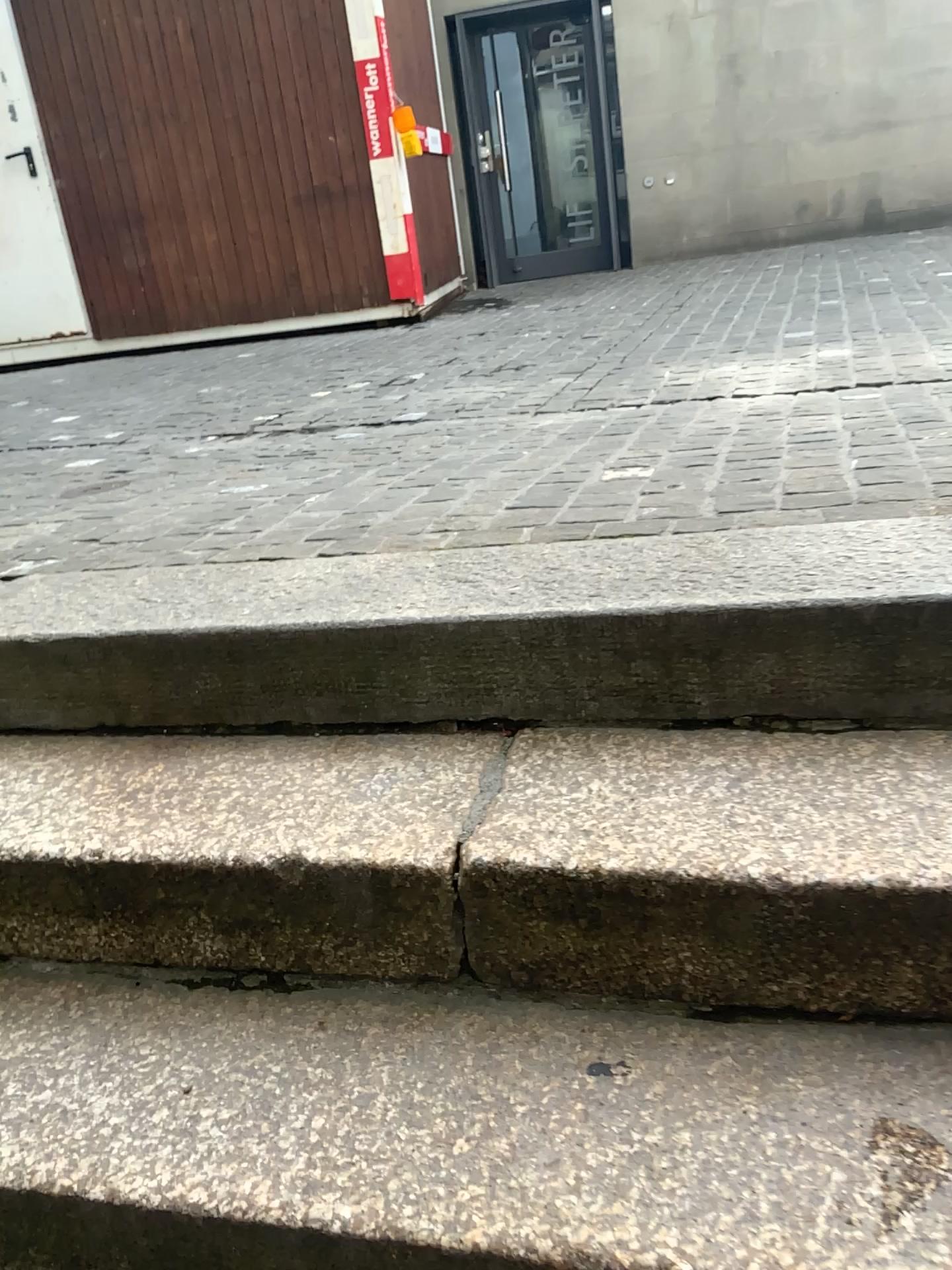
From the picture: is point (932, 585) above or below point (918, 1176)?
above

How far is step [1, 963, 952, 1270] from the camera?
0.9m

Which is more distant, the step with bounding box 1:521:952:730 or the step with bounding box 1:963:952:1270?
the step with bounding box 1:521:952:730

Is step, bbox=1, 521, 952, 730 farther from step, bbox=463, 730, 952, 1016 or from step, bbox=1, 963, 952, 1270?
step, bbox=1, 963, 952, 1270

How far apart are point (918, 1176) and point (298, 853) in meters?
0.7

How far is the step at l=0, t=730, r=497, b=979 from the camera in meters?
1.2

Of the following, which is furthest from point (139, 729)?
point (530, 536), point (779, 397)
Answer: point (779, 397)

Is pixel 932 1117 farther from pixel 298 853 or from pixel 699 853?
pixel 298 853

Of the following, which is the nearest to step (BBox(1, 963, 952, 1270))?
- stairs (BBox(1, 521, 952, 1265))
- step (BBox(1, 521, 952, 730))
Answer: stairs (BBox(1, 521, 952, 1265))
